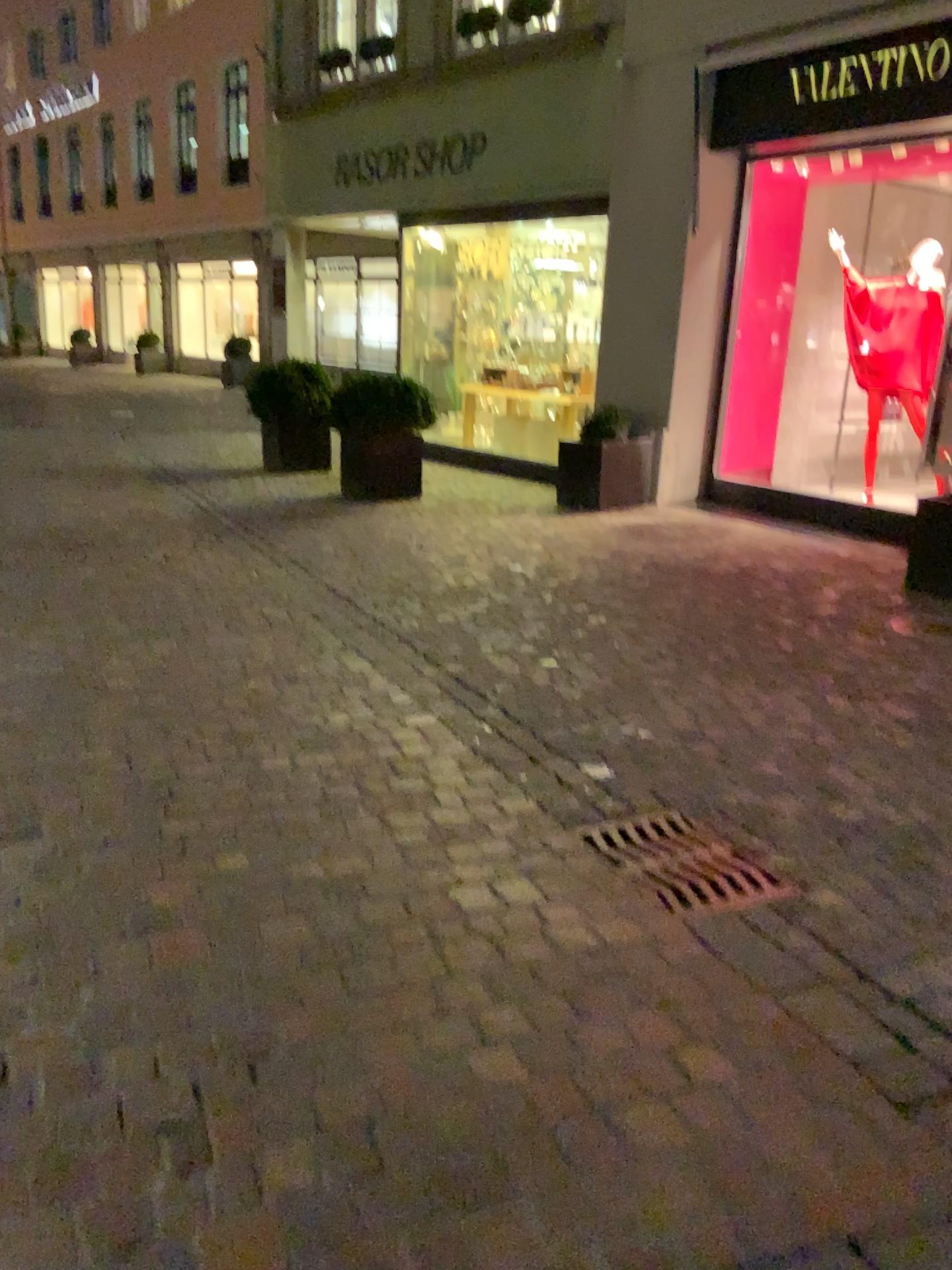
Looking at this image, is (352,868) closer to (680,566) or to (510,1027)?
(510,1027)
